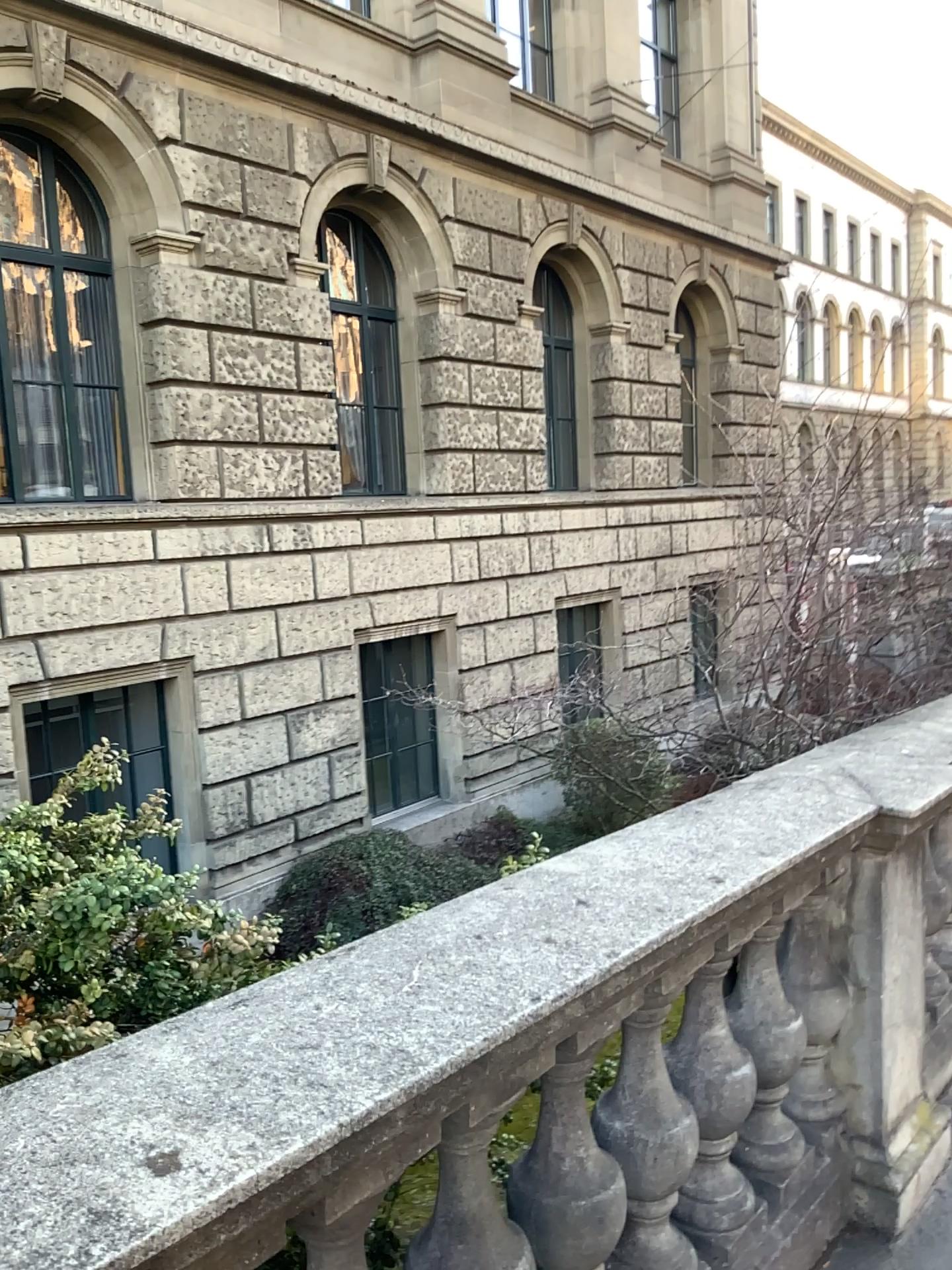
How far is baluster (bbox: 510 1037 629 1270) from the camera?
1.7 meters

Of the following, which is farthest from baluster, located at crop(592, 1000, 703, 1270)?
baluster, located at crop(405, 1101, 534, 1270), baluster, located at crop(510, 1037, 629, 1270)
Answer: baluster, located at crop(405, 1101, 534, 1270)

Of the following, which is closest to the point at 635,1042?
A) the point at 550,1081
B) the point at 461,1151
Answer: the point at 550,1081

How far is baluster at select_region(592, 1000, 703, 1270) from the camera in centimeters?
185cm

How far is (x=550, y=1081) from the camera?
1.7 meters

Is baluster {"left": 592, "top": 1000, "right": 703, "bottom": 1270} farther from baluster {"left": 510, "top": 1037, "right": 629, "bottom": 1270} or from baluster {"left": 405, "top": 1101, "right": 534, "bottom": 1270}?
baluster {"left": 405, "top": 1101, "right": 534, "bottom": 1270}

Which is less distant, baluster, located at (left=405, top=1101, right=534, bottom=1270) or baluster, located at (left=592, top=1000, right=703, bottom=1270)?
baluster, located at (left=405, top=1101, right=534, bottom=1270)

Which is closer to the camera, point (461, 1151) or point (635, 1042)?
point (461, 1151)

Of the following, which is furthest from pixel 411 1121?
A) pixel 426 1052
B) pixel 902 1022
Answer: pixel 902 1022
